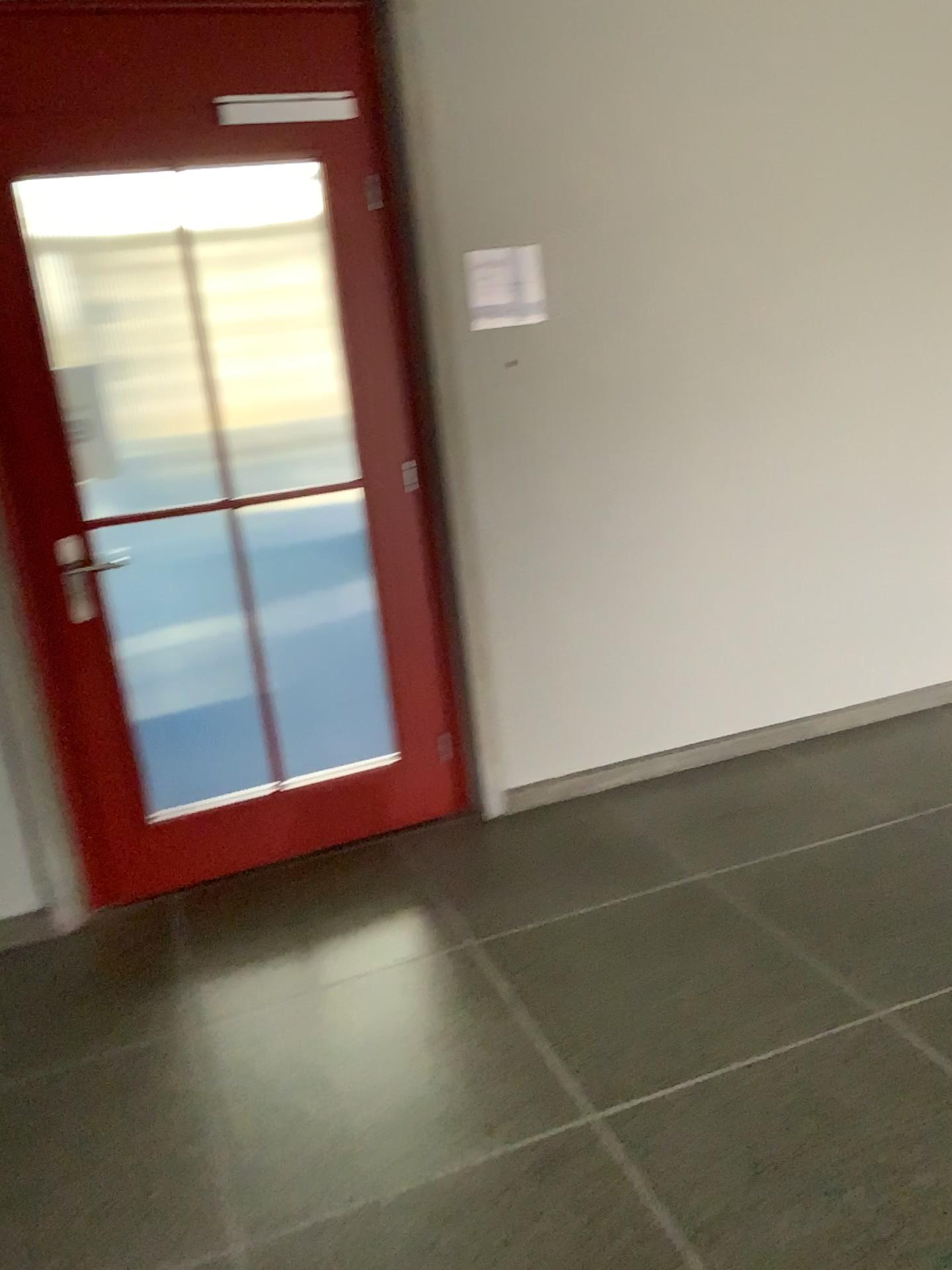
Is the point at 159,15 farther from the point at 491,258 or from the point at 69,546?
the point at 69,546

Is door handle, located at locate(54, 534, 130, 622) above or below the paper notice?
below

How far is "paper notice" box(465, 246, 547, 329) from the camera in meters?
3.0

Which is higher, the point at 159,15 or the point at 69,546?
the point at 159,15

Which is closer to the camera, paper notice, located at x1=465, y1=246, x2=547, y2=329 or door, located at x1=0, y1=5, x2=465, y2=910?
door, located at x1=0, y1=5, x2=465, y2=910

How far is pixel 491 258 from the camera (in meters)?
3.02

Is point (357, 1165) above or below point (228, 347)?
below

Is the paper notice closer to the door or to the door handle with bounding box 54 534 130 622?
the door

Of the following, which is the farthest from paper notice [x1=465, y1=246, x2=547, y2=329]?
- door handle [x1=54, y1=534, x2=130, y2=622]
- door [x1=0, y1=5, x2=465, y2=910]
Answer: door handle [x1=54, y1=534, x2=130, y2=622]
